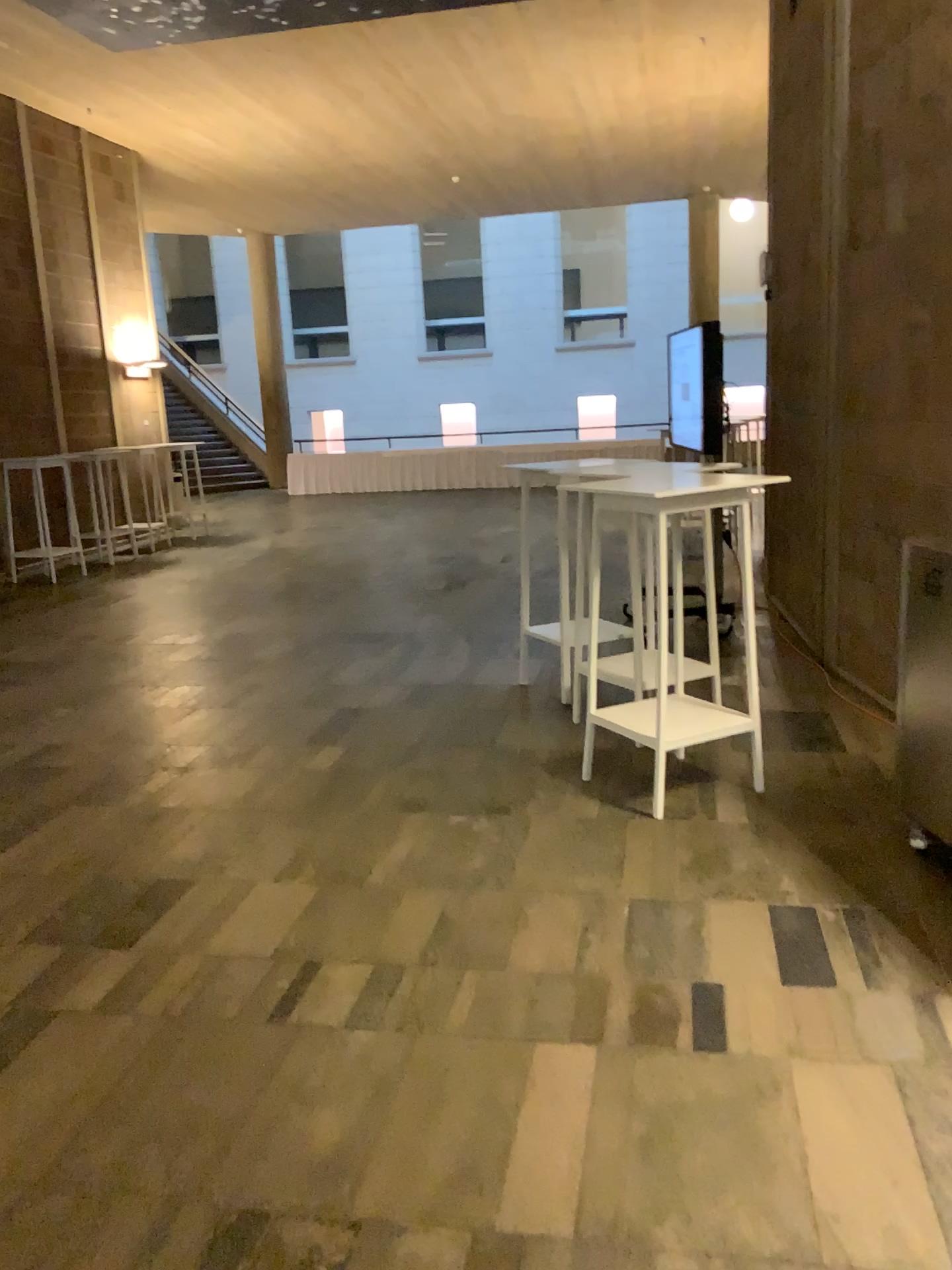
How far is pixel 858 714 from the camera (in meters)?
4.82
